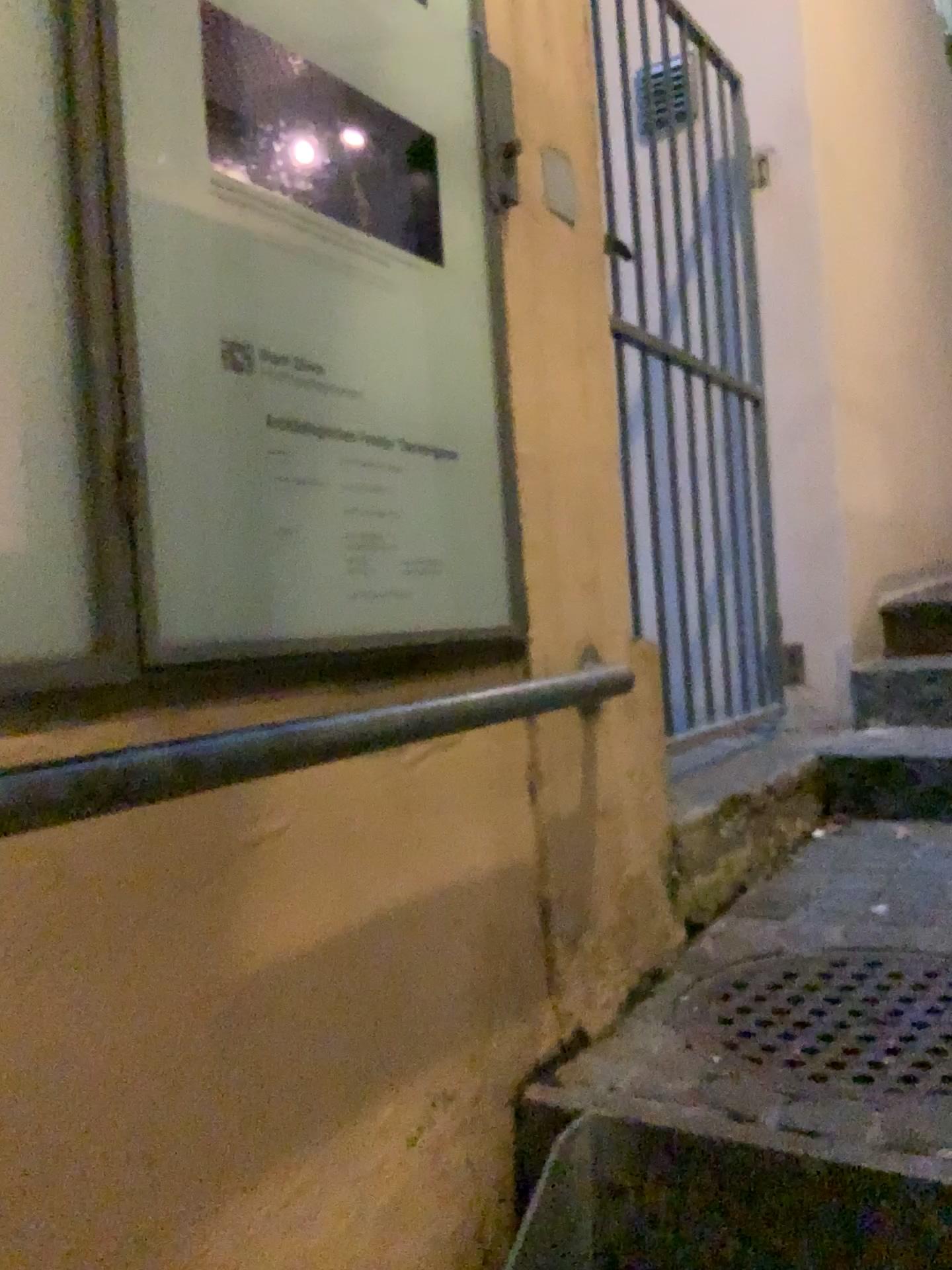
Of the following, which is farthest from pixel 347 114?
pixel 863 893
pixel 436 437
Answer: pixel 863 893

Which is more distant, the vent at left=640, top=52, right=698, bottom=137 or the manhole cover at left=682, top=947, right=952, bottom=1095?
the vent at left=640, top=52, right=698, bottom=137

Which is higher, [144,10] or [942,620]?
[144,10]

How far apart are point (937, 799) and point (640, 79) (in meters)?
1.74

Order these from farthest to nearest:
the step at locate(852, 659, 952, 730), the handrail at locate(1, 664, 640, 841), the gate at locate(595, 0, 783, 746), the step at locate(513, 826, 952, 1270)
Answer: the step at locate(852, 659, 952, 730) → the gate at locate(595, 0, 783, 746) → the step at locate(513, 826, 952, 1270) → the handrail at locate(1, 664, 640, 841)

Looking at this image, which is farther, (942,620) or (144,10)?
(942,620)

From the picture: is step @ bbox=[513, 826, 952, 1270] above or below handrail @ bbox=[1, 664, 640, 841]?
below

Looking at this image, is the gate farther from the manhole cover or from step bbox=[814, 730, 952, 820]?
the manhole cover

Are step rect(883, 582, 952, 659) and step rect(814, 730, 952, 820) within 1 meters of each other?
yes

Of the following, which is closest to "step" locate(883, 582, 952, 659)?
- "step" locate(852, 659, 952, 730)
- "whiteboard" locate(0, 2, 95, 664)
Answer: "step" locate(852, 659, 952, 730)
